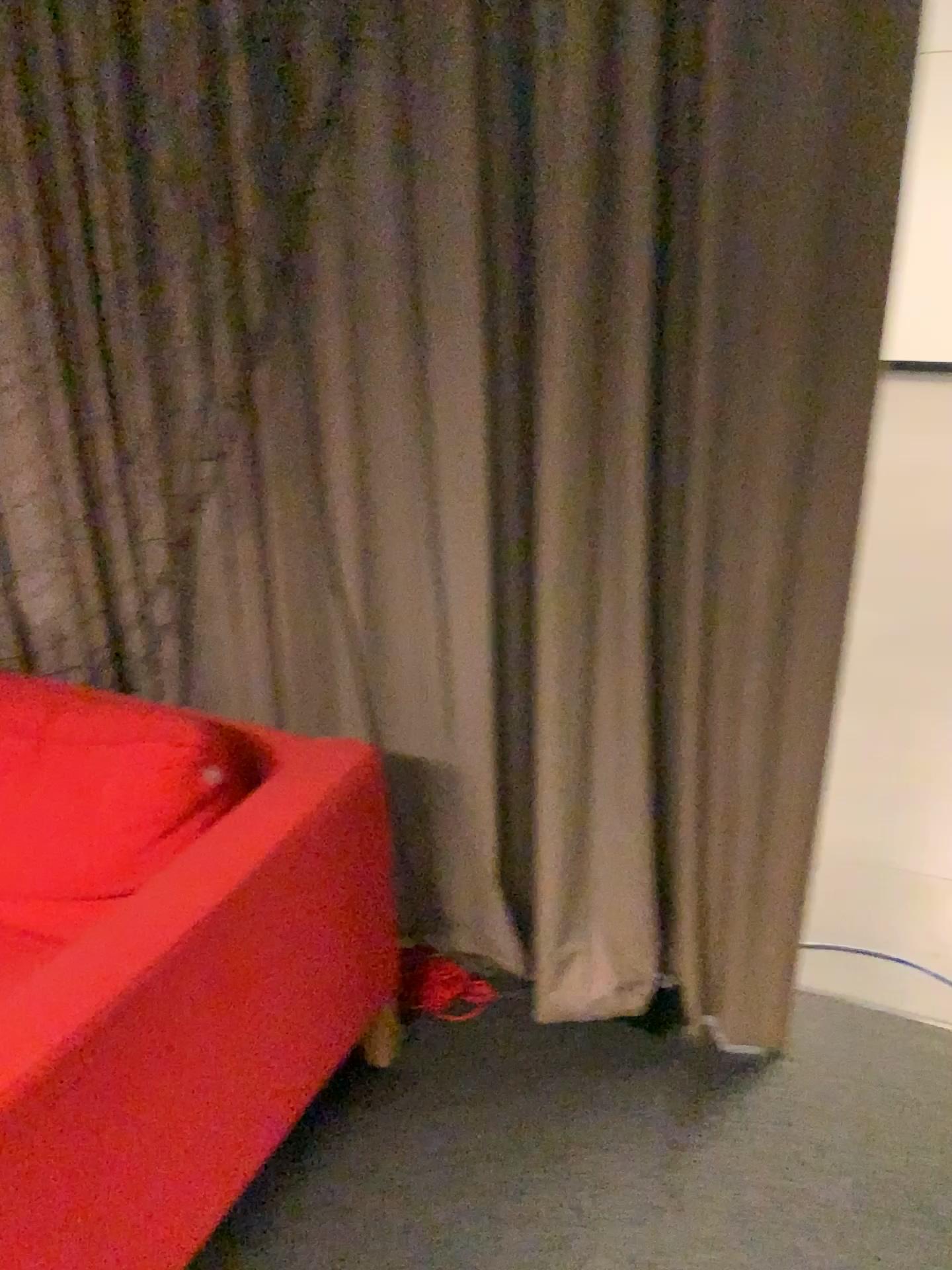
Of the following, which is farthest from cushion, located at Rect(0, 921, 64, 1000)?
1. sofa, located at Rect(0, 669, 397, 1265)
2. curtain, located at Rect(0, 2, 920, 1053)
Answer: curtain, located at Rect(0, 2, 920, 1053)

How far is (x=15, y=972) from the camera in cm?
123

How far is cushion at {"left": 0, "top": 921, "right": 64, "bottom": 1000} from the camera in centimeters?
122cm

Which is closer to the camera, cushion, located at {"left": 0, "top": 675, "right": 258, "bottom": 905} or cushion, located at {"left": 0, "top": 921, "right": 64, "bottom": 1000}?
cushion, located at {"left": 0, "top": 921, "right": 64, "bottom": 1000}

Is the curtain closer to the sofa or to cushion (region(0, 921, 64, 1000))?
the sofa

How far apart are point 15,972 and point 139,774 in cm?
35

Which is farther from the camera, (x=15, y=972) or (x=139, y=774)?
(x=139, y=774)

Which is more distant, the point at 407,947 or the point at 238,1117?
the point at 407,947

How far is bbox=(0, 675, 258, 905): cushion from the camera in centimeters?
151cm
